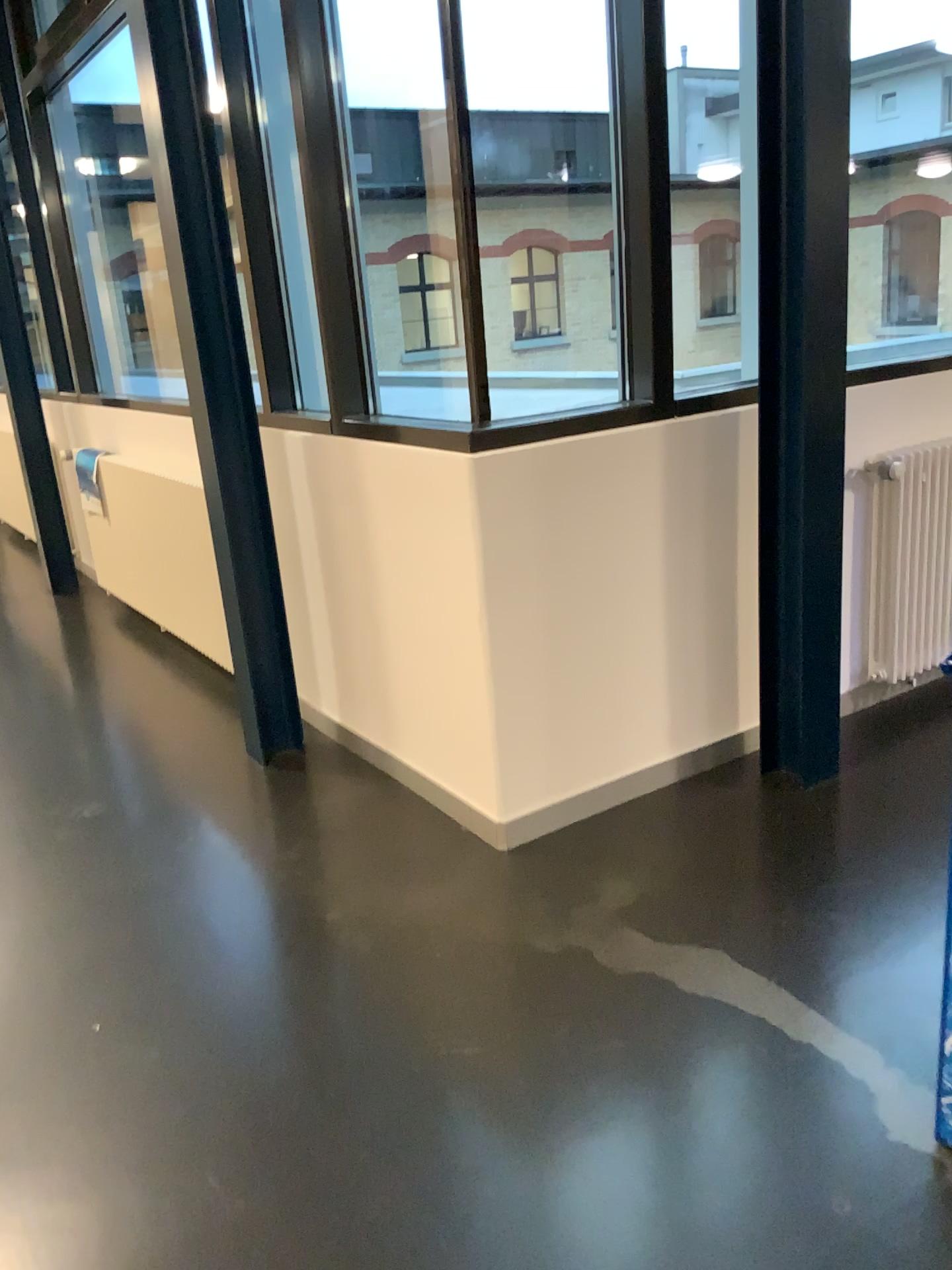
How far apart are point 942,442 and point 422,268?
1.8m

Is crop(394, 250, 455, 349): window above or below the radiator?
above

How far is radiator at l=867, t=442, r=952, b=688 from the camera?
3.34m

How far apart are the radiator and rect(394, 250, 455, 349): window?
1.4m

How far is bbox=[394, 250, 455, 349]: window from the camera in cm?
346

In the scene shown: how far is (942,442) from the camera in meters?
3.3 m

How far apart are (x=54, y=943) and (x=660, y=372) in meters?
2.1

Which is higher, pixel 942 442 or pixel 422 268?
pixel 422 268
